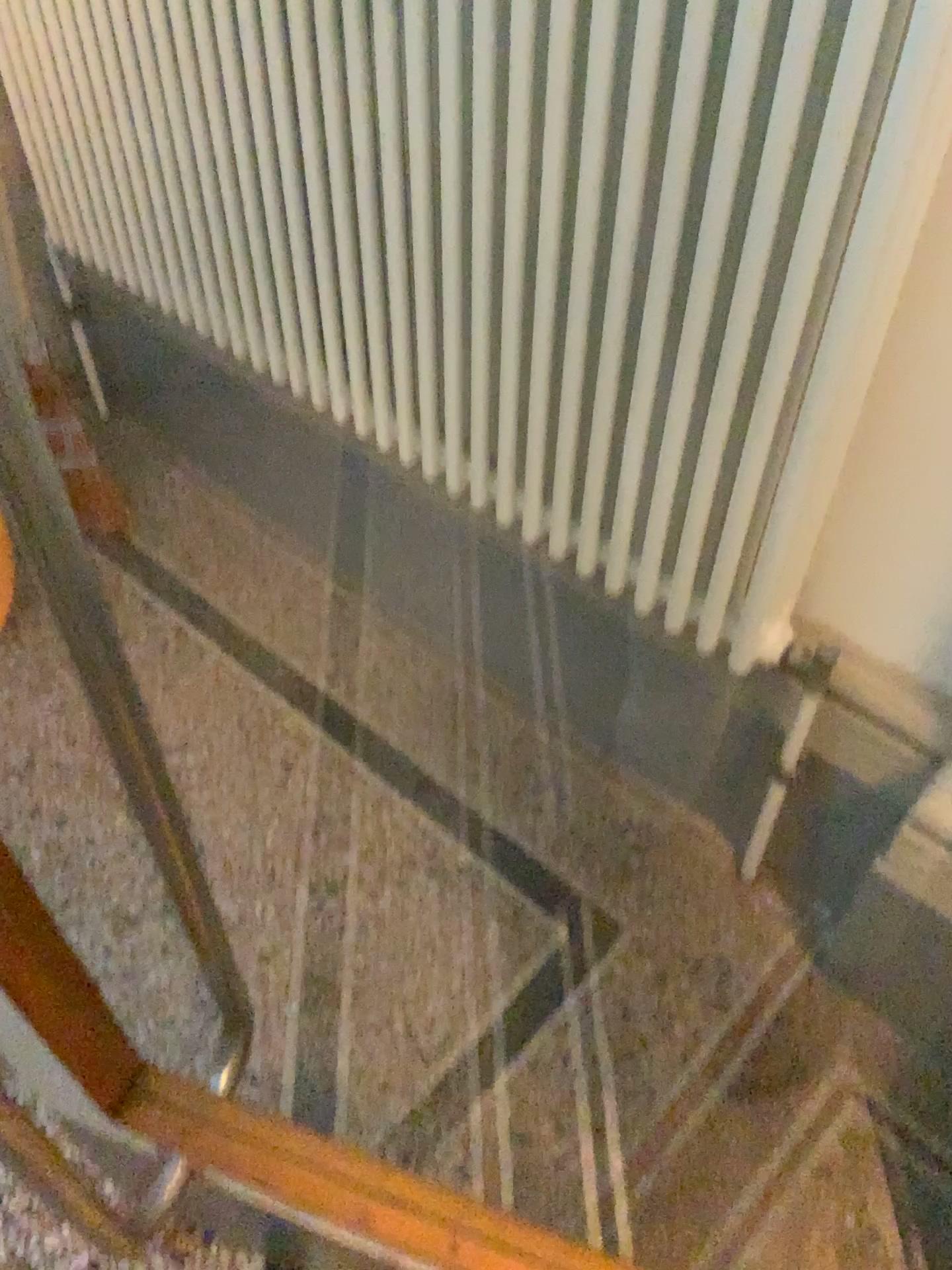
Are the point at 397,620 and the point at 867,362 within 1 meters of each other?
no
